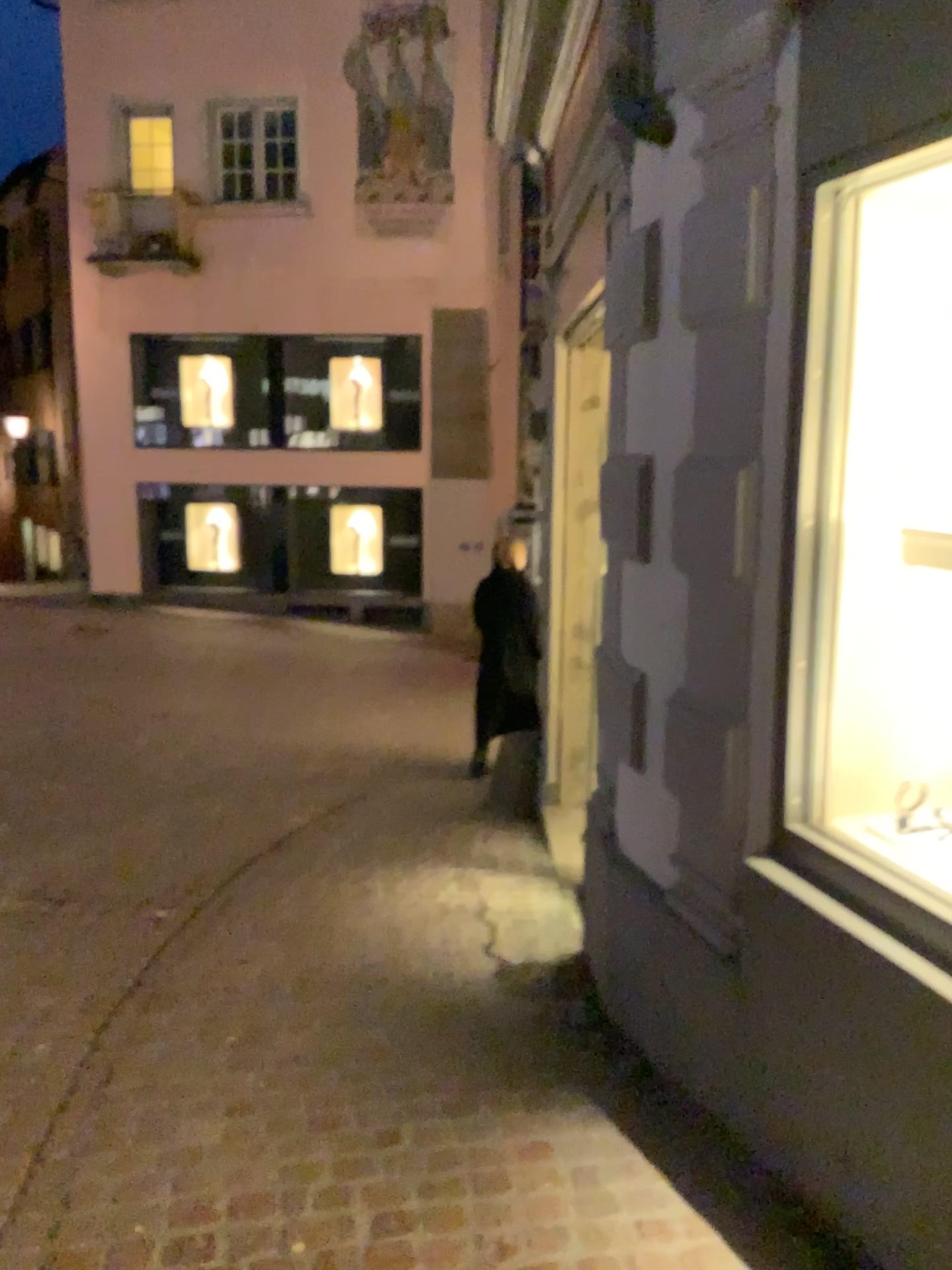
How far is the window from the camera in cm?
206

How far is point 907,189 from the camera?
2.1m

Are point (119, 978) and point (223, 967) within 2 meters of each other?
yes
